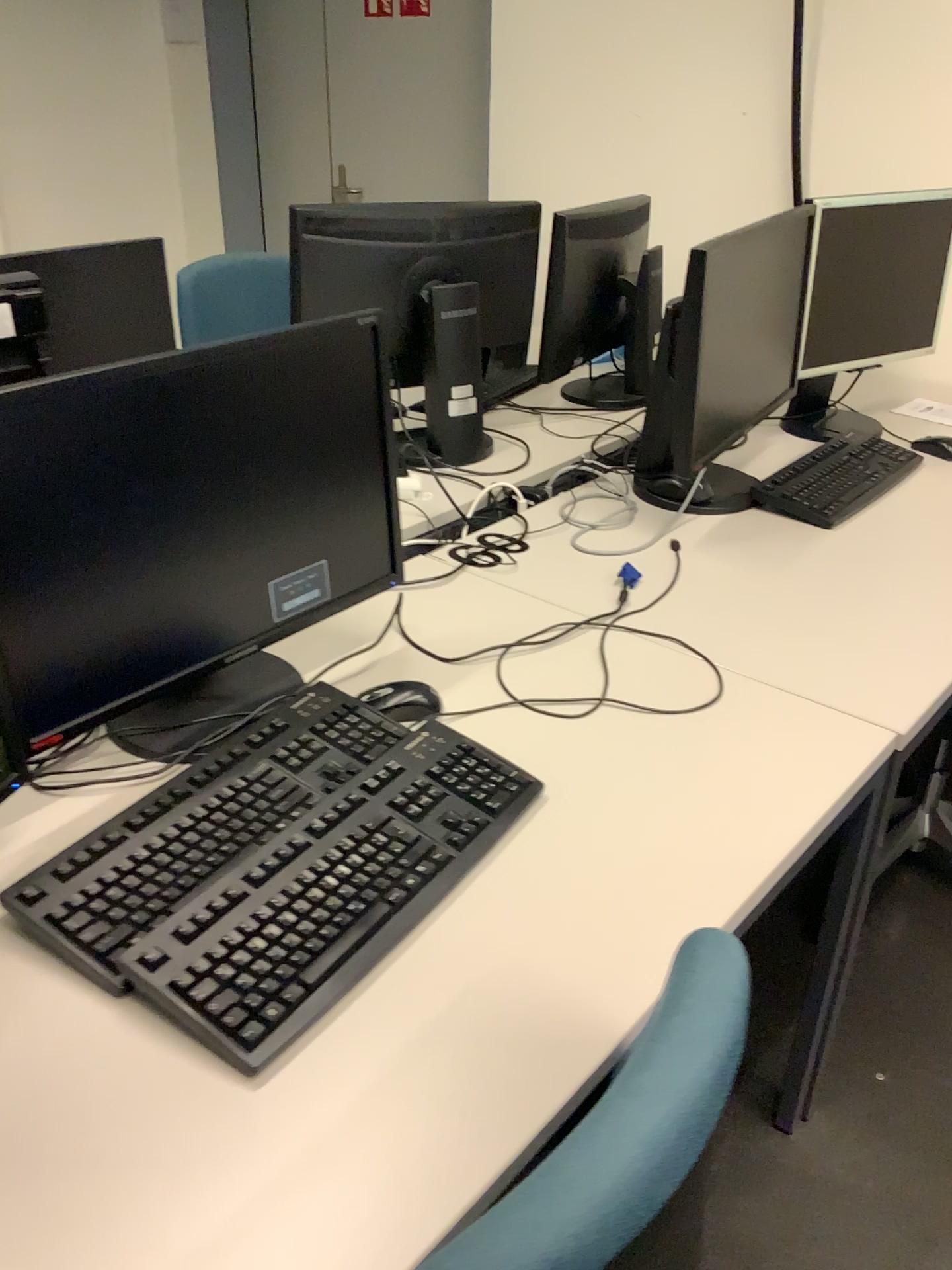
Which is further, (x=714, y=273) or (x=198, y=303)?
(x=198, y=303)

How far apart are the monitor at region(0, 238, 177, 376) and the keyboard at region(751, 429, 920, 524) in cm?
108

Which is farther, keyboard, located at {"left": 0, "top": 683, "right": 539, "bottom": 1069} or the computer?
the computer

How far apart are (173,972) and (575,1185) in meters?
0.5

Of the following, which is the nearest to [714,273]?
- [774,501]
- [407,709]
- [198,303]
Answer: [774,501]

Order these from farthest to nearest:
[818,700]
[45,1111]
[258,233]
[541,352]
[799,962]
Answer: [258,233] → [541,352] → [799,962] → [818,700] → [45,1111]

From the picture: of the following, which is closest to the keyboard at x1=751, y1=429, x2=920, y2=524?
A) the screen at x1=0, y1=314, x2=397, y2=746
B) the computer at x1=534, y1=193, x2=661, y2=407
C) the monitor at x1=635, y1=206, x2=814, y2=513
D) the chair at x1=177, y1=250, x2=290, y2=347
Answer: the monitor at x1=635, y1=206, x2=814, y2=513

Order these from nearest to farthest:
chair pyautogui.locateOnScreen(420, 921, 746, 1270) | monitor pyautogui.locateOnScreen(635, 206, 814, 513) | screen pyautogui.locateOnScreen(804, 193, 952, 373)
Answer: chair pyautogui.locateOnScreen(420, 921, 746, 1270) → monitor pyautogui.locateOnScreen(635, 206, 814, 513) → screen pyautogui.locateOnScreen(804, 193, 952, 373)

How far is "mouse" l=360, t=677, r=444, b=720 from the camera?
1.27m

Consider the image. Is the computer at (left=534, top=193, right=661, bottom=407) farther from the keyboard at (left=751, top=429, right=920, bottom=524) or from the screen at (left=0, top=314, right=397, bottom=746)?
the screen at (left=0, top=314, right=397, bottom=746)
